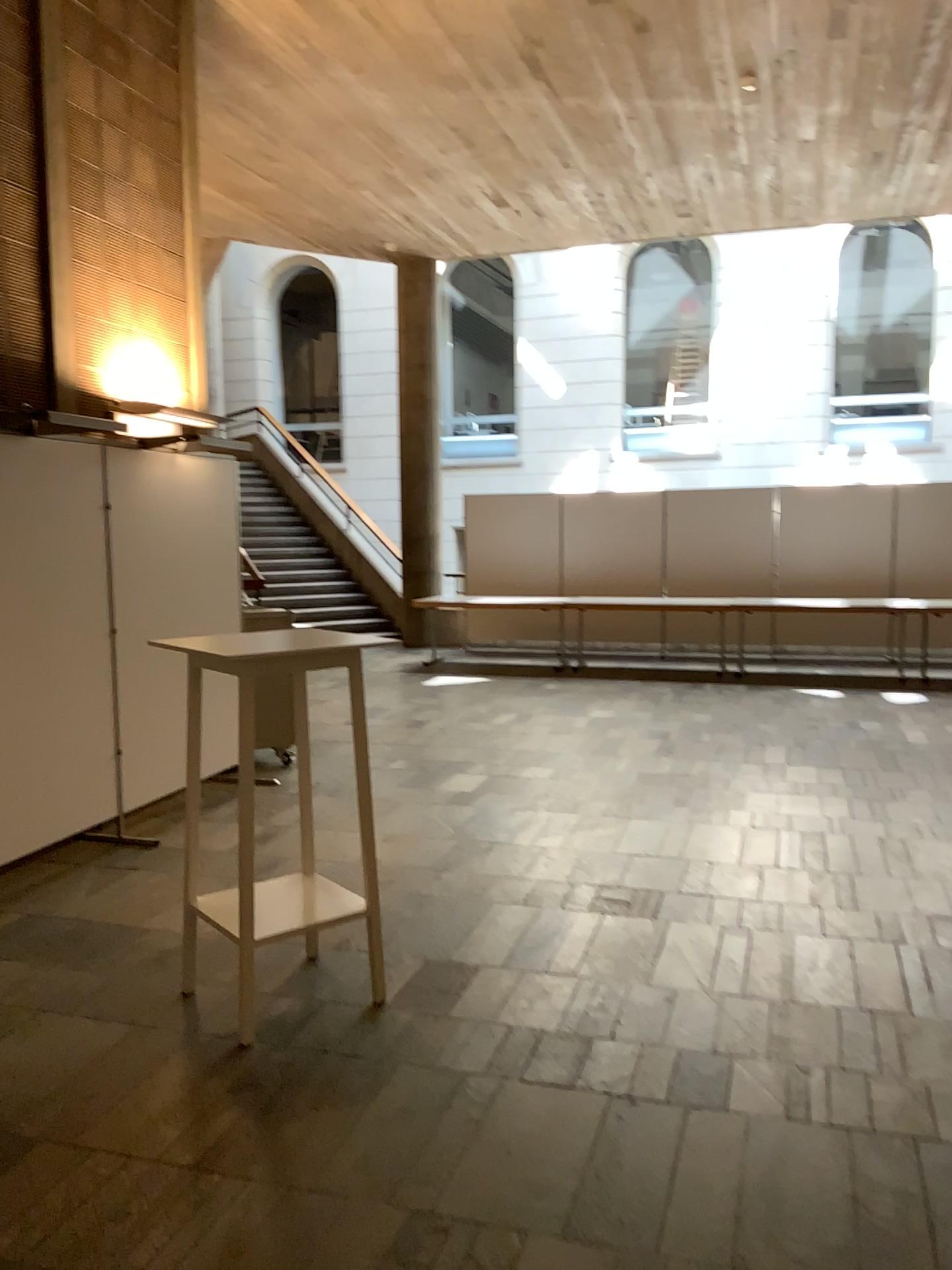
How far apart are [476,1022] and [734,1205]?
1.1m
